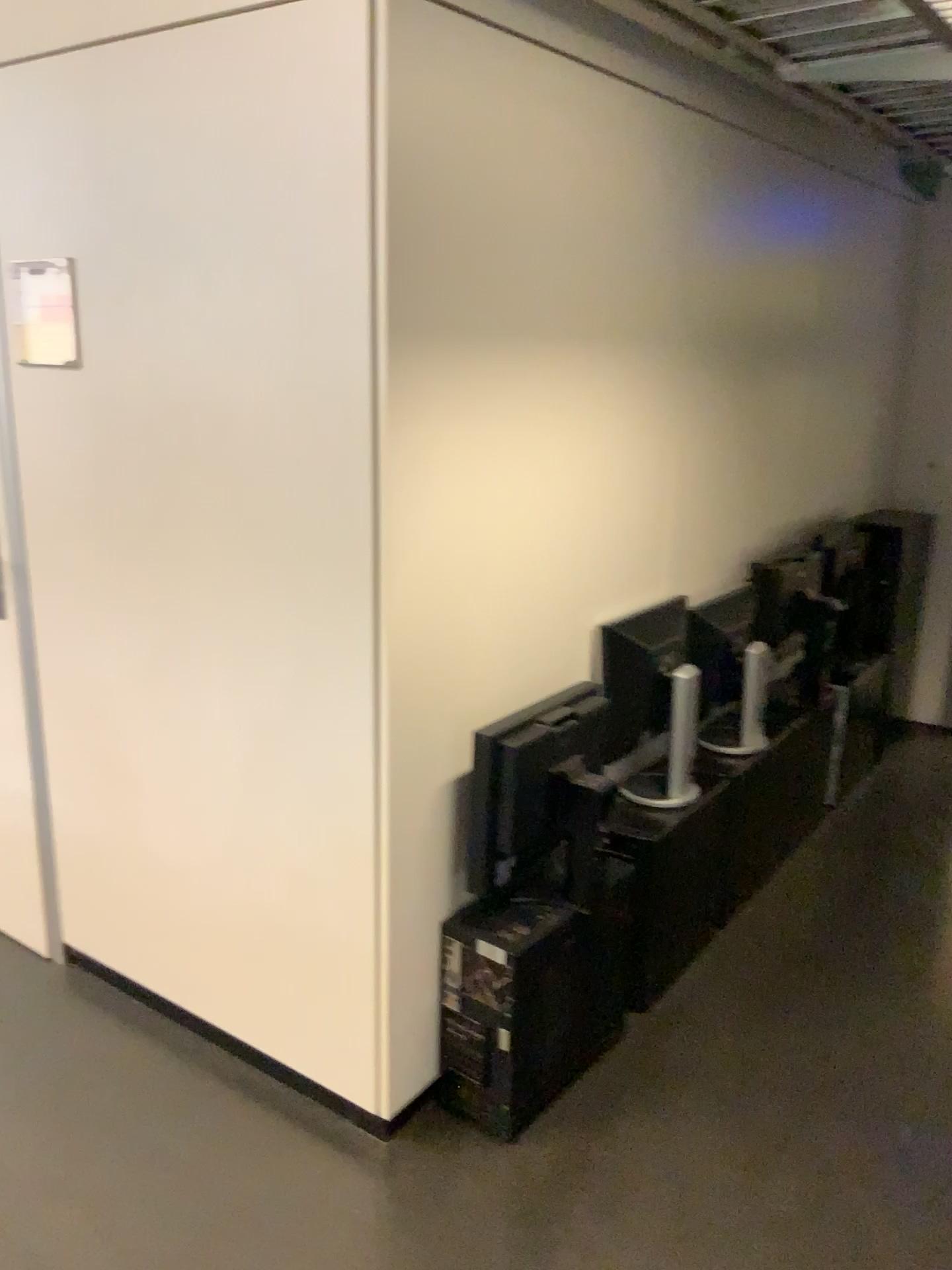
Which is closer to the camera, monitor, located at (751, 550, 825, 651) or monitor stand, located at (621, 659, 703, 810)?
monitor stand, located at (621, 659, 703, 810)

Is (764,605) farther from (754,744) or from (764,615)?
(754,744)

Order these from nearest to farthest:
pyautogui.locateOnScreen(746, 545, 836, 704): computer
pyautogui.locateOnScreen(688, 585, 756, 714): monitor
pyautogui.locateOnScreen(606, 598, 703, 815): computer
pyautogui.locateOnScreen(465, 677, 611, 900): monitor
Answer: pyautogui.locateOnScreen(465, 677, 611, 900): monitor
pyautogui.locateOnScreen(606, 598, 703, 815): computer
pyautogui.locateOnScreen(688, 585, 756, 714): monitor
pyautogui.locateOnScreen(746, 545, 836, 704): computer

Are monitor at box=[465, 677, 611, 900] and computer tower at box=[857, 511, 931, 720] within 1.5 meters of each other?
no

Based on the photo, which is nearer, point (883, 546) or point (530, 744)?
point (530, 744)

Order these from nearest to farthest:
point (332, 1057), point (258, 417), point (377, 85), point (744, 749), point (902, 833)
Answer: point (377, 85) < point (258, 417) < point (332, 1057) < point (744, 749) < point (902, 833)

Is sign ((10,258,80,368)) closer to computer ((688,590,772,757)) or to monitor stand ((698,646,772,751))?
computer ((688,590,772,757))

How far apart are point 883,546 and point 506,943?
2.41m

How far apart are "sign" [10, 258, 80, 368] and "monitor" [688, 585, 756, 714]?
1.6 meters

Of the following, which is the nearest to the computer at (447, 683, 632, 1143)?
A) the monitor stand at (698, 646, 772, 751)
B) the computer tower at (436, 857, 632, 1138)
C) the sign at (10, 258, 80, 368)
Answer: the computer tower at (436, 857, 632, 1138)
